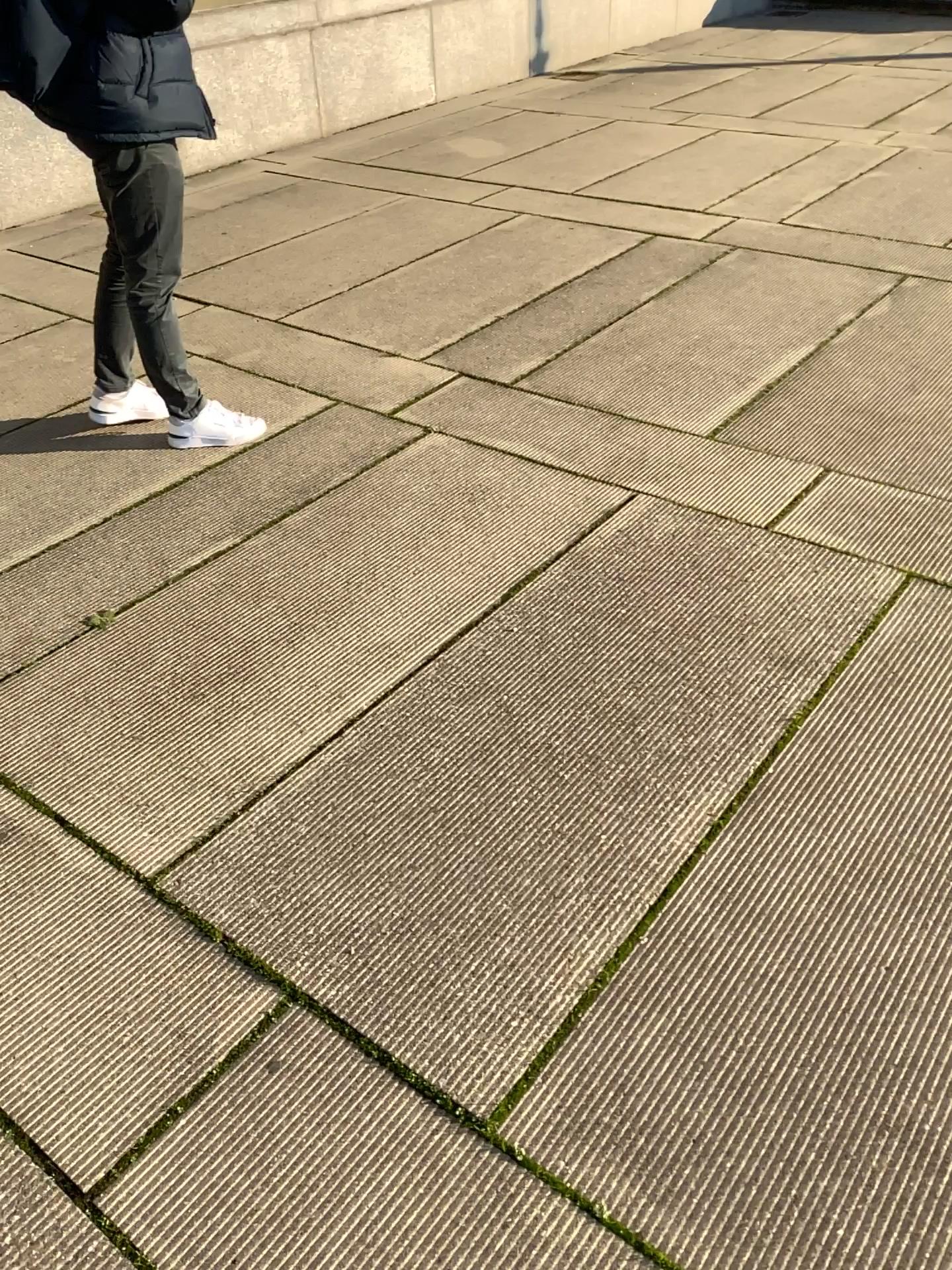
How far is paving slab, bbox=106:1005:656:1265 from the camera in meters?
1.3

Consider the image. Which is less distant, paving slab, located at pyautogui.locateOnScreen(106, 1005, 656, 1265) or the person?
paving slab, located at pyautogui.locateOnScreen(106, 1005, 656, 1265)

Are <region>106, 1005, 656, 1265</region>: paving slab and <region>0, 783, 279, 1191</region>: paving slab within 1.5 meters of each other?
yes

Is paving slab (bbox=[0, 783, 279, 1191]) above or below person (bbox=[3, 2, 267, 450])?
below

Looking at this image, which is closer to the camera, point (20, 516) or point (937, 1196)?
point (937, 1196)

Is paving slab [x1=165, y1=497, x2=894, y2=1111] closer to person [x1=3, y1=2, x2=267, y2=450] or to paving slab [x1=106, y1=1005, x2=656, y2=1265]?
paving slab [x1=106, y1=1005, x2=656, y2=1265]

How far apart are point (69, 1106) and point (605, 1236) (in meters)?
0.77

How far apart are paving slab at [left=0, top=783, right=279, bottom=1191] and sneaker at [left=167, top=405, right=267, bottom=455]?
1.6m

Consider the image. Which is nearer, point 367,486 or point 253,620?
point 253,620

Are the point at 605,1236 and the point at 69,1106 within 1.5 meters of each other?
yes
